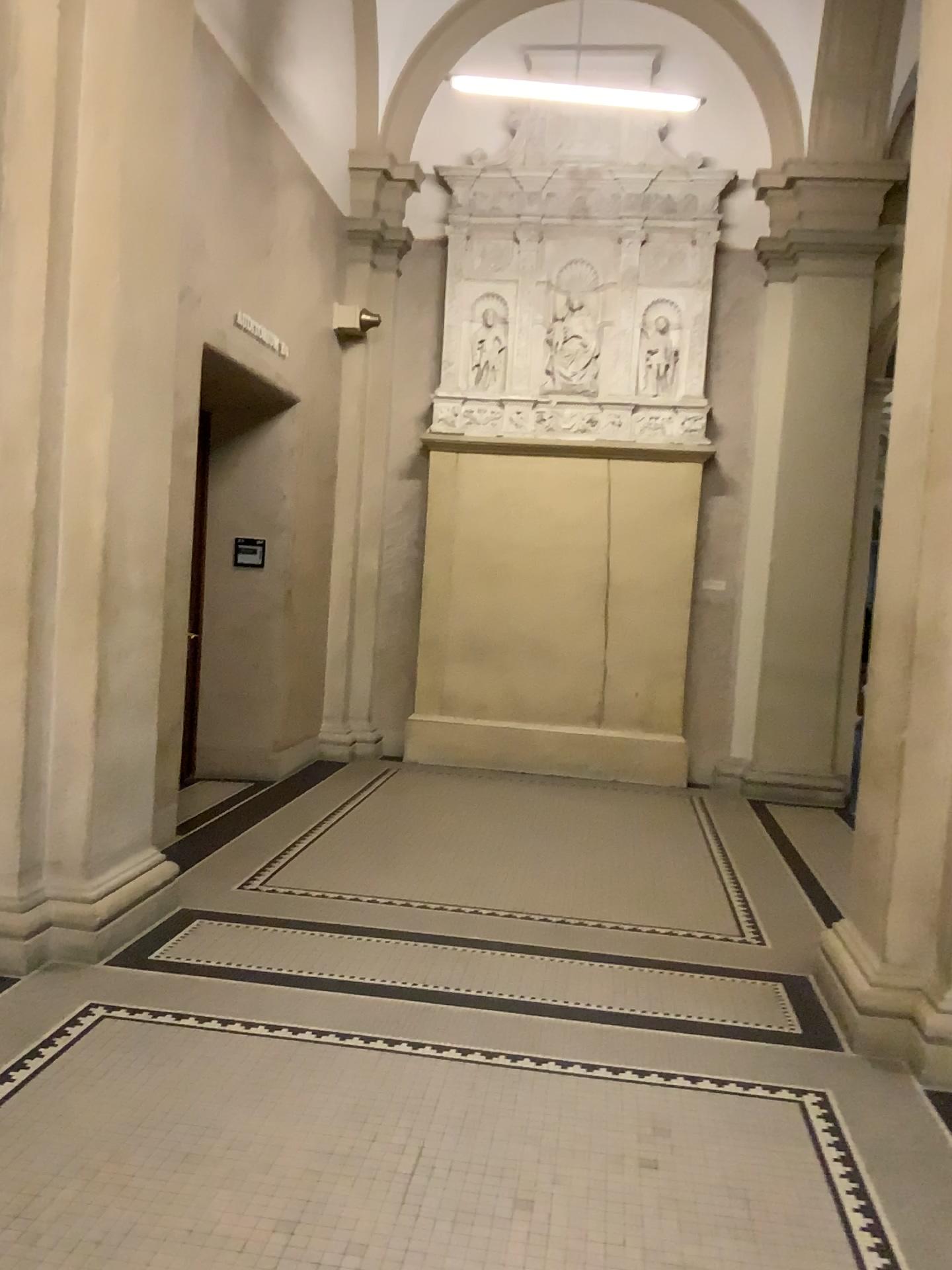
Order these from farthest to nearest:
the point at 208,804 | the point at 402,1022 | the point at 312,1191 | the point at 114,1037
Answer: the point at 208,804, the point at 402,1022, the point at 114,1037, the point at 312,1191

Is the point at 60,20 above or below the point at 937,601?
above

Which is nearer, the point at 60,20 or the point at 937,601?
the point at 937,601

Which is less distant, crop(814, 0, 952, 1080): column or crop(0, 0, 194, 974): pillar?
crop(814, 0, 952, 1080): column
